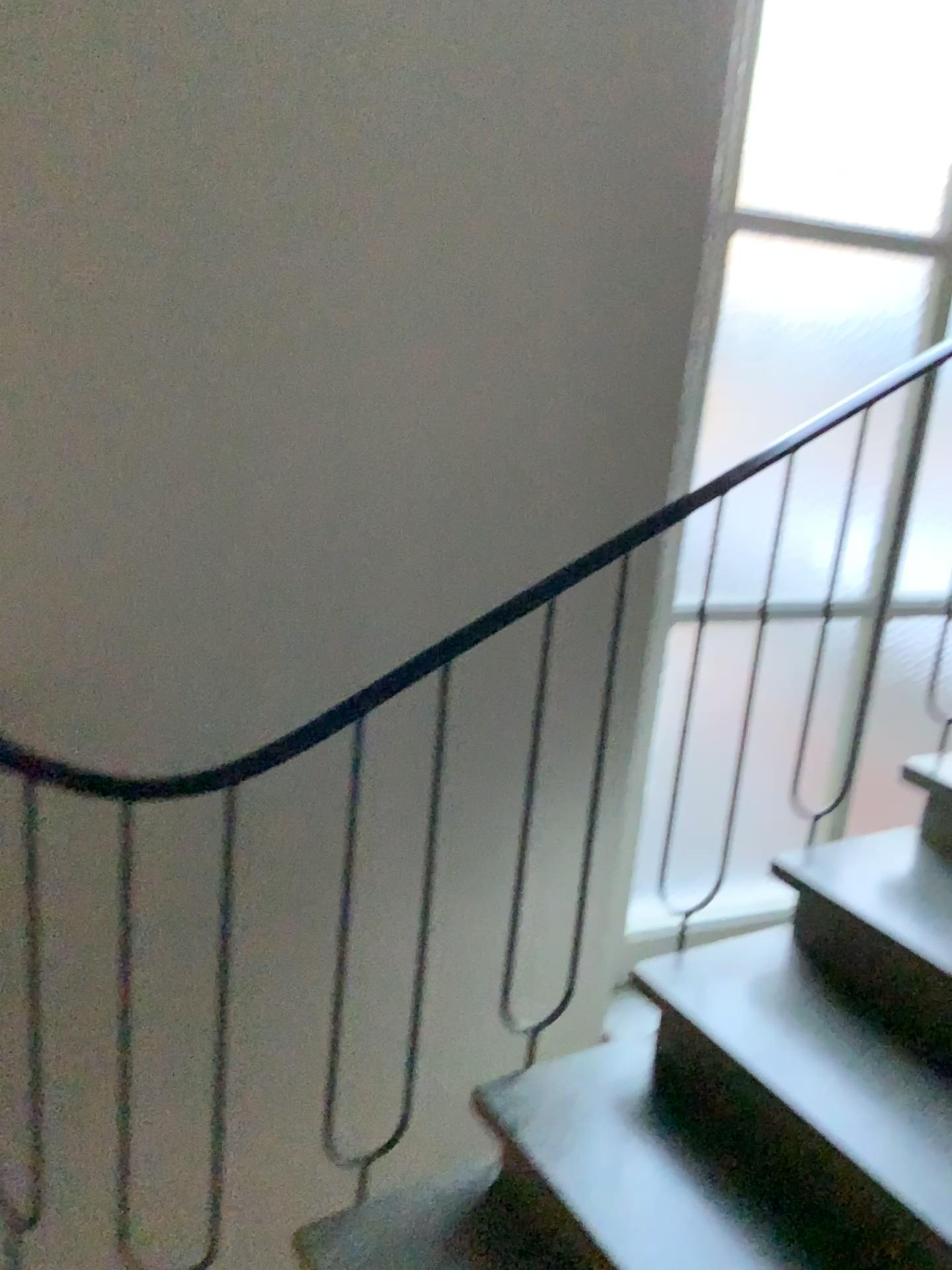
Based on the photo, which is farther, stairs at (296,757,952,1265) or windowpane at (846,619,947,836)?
windowpane at (846,619,947,836)

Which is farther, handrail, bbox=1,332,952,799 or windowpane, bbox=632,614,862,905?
windowpane, bbox=632,614,862,905

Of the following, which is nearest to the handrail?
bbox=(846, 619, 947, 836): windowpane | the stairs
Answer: the stairs

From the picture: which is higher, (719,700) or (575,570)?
(575,570)

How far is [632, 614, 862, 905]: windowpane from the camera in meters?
2.5 m

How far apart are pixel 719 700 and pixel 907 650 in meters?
0.6 m

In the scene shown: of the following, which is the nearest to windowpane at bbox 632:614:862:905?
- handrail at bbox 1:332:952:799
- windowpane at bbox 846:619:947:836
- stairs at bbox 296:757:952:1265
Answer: windowpane at bbox 846:619:947:836

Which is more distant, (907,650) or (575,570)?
(907,650)

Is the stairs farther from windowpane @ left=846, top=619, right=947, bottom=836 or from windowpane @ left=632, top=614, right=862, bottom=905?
windowpane @ left=846, top=619, right=947, bottom=836

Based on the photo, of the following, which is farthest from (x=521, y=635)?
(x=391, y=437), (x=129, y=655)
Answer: (x=129, y=655)
